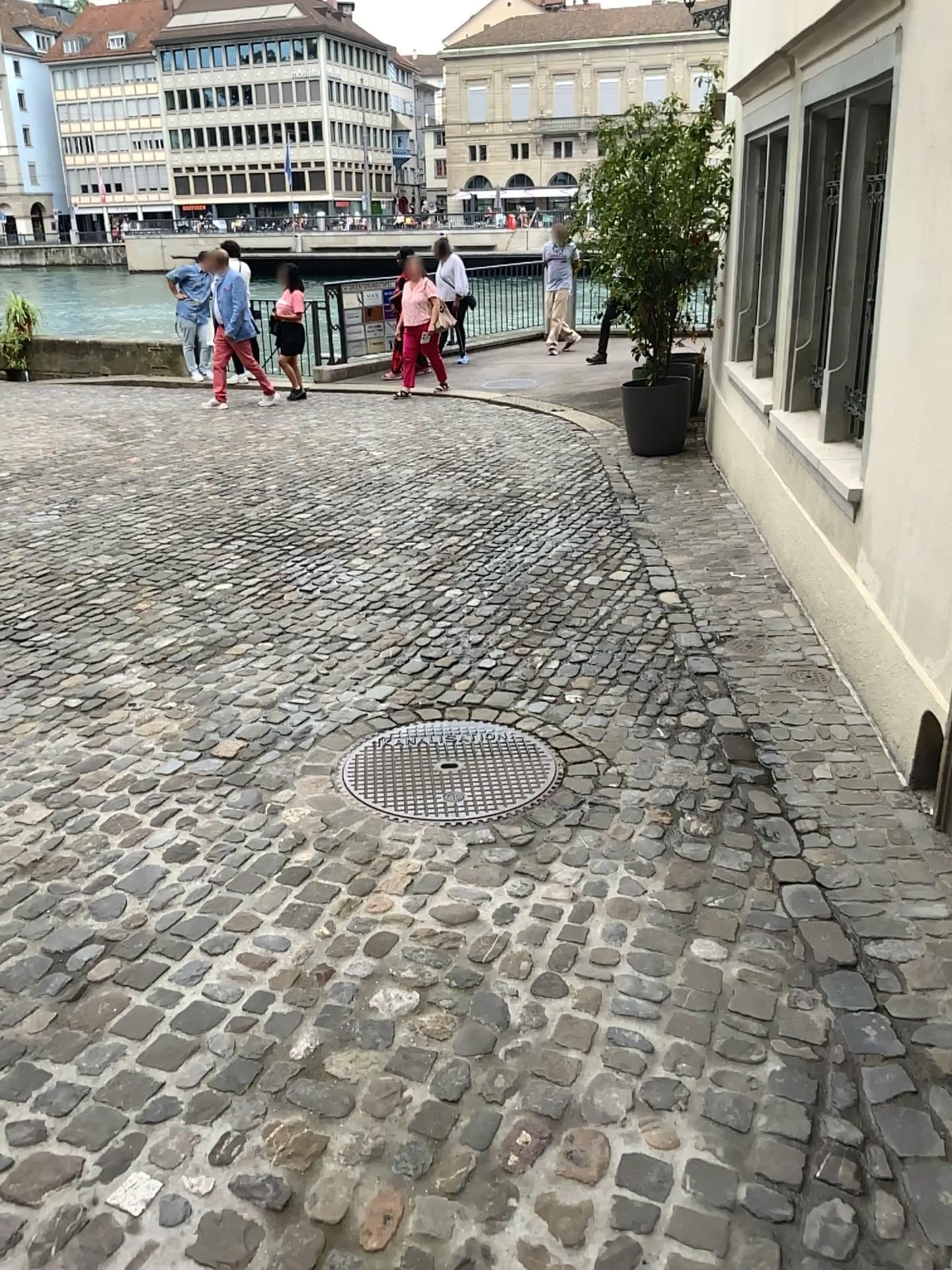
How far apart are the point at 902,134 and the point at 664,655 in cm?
196
